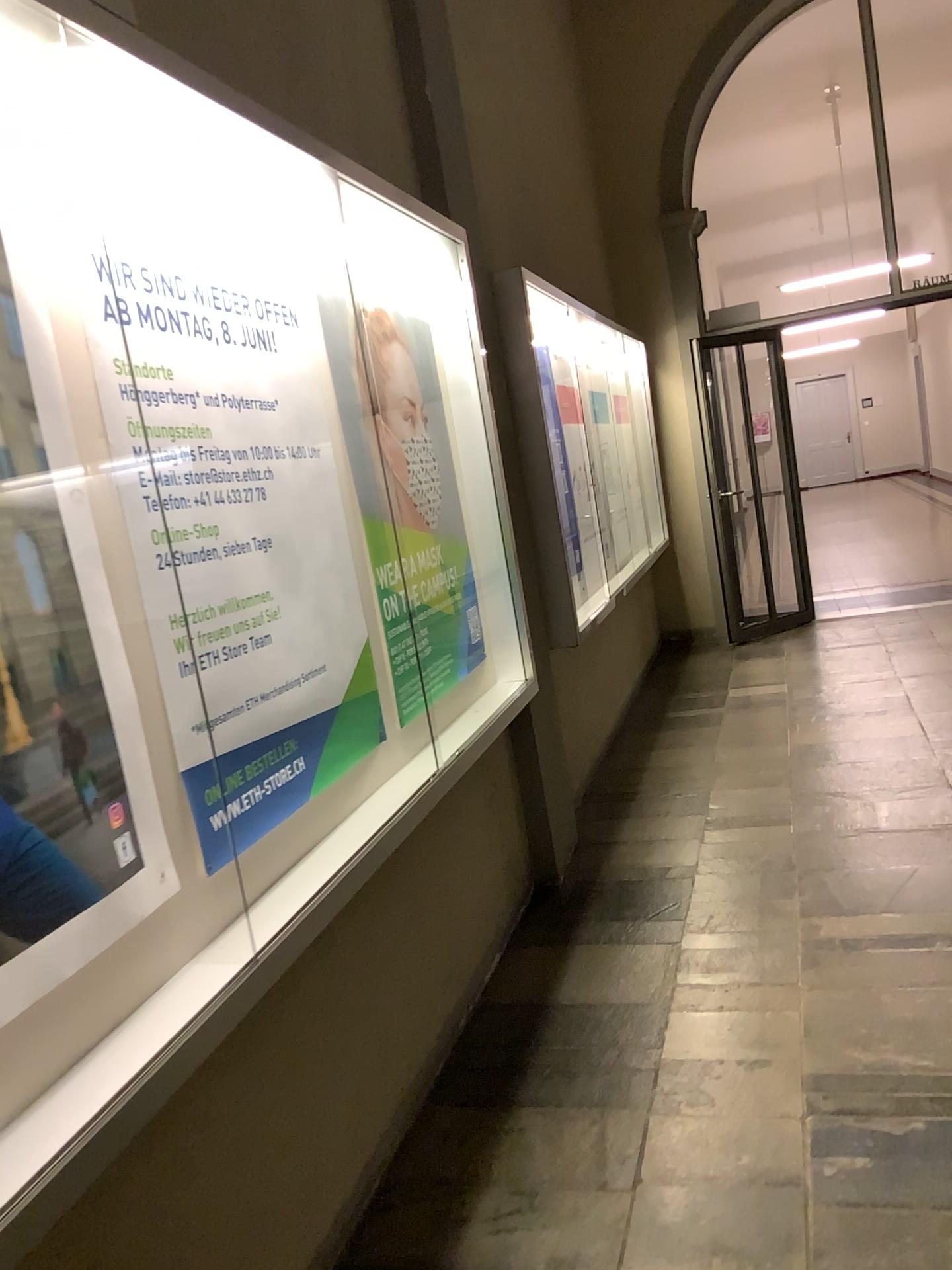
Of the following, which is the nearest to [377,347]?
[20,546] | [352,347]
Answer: [352,347]

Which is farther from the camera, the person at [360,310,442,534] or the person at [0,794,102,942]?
the person at [360,310,442,534]

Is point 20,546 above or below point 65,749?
above

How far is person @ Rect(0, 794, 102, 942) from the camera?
1.30m

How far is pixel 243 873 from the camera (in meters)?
1.86

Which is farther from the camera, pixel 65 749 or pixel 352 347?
pixel 352 347

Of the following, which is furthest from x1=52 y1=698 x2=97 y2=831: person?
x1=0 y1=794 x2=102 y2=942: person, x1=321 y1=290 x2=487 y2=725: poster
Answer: x1=321 y1=290 x2=487 y2=725: poster

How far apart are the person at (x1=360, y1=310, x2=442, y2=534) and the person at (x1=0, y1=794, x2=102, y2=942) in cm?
157

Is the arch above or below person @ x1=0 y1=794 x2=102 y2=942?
above

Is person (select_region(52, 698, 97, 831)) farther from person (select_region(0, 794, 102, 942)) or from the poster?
the poster
